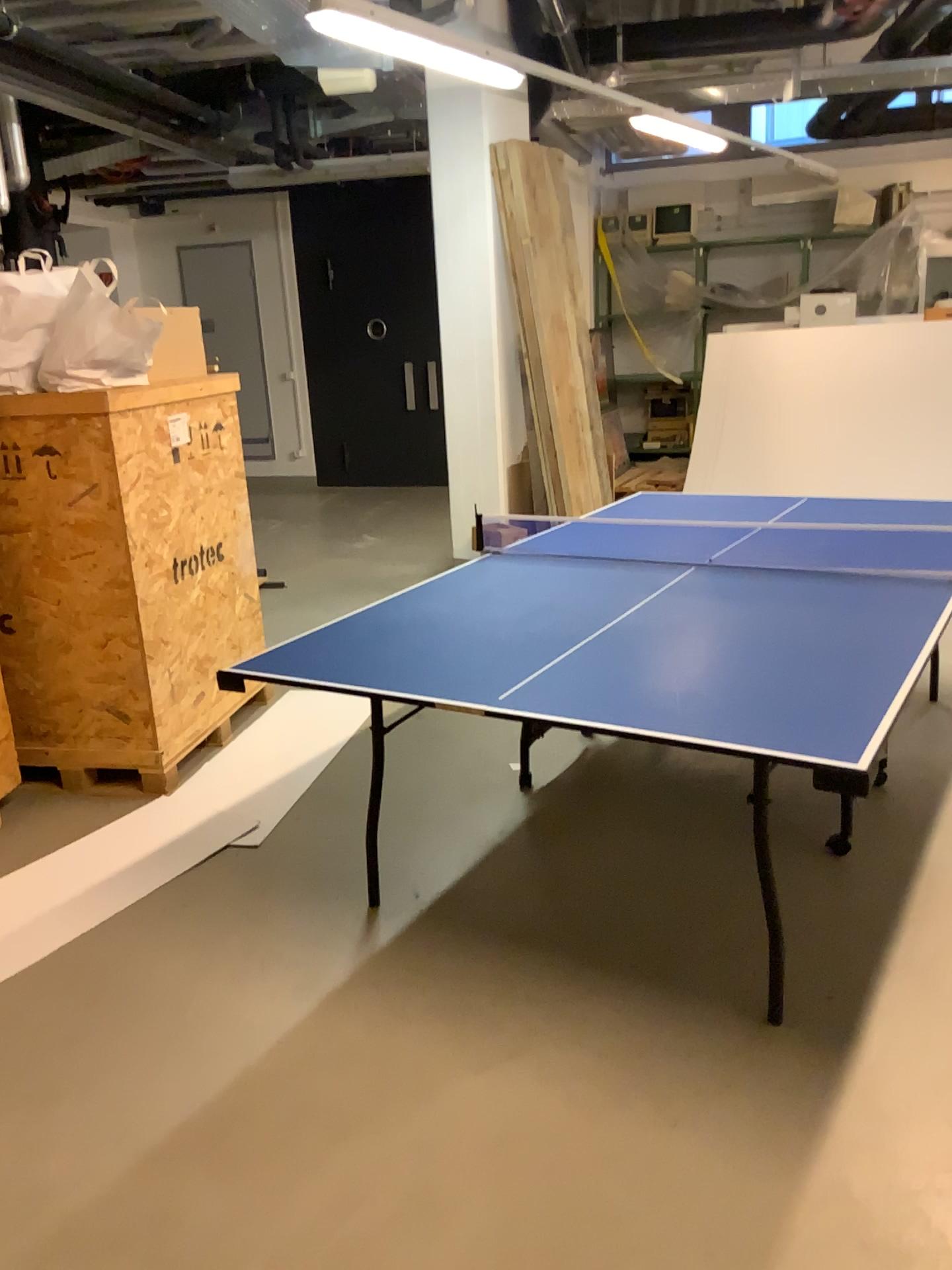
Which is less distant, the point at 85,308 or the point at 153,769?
the point at 85,308

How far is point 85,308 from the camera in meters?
3.4 m

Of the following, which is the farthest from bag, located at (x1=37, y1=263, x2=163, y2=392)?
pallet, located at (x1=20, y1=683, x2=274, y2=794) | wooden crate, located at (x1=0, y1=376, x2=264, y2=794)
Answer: pallet, located at (x1=20, y1=683, x2=274, y2=794)

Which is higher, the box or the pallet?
the box

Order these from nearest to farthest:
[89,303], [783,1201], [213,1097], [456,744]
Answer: [783,1201] → [213,1097] → [89,303] → [456,744]

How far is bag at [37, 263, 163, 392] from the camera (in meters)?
3.35

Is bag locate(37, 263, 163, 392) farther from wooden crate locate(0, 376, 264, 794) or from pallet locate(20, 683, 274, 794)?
pallet locate(20, 683, 274, 794)

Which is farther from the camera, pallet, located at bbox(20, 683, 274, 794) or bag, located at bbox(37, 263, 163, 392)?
pallet, located at bbox(20, 683, 274, 794)

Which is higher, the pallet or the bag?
the bag

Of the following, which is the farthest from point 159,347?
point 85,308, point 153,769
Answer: point 153,769
